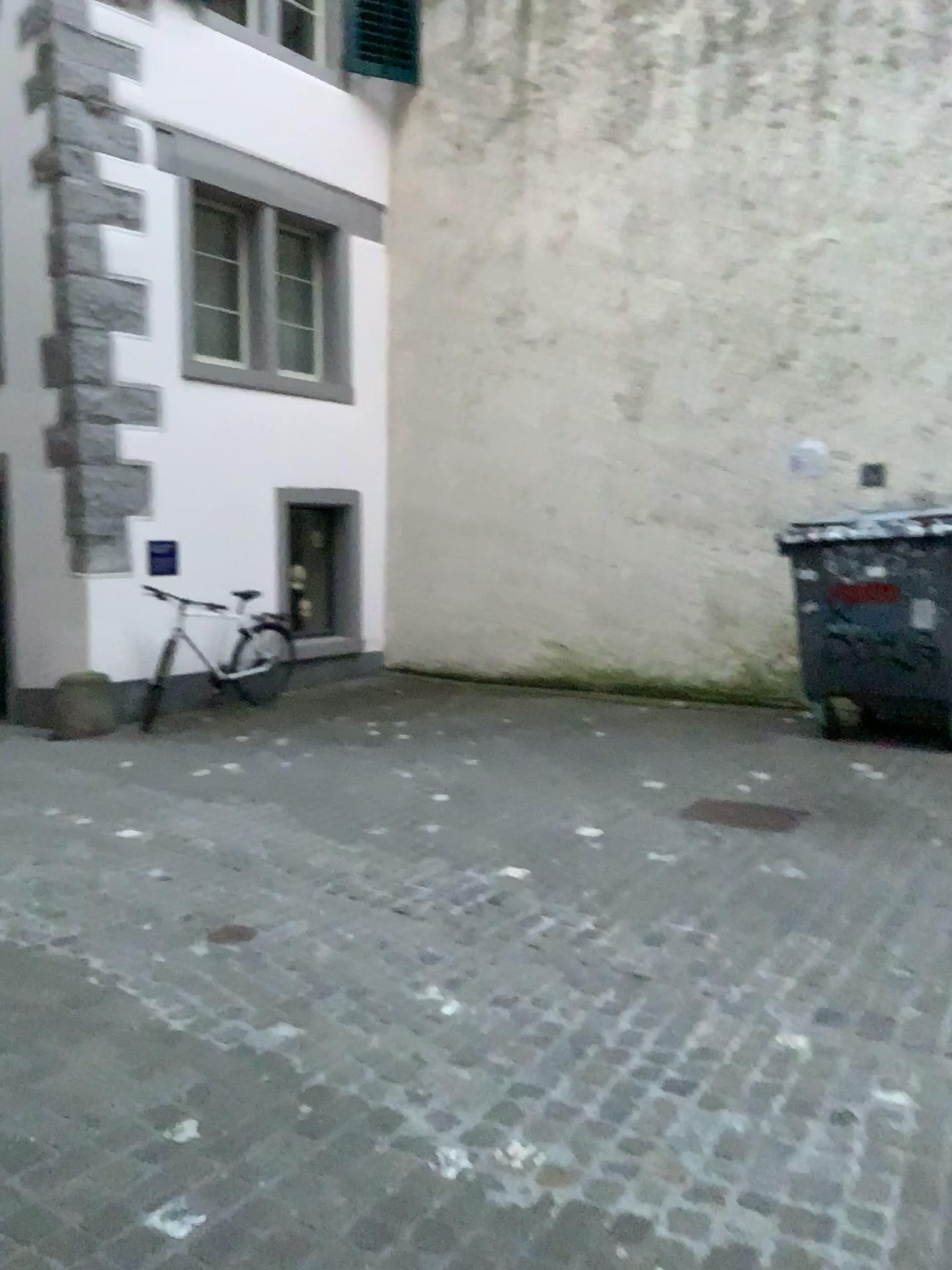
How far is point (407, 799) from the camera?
5.61m
